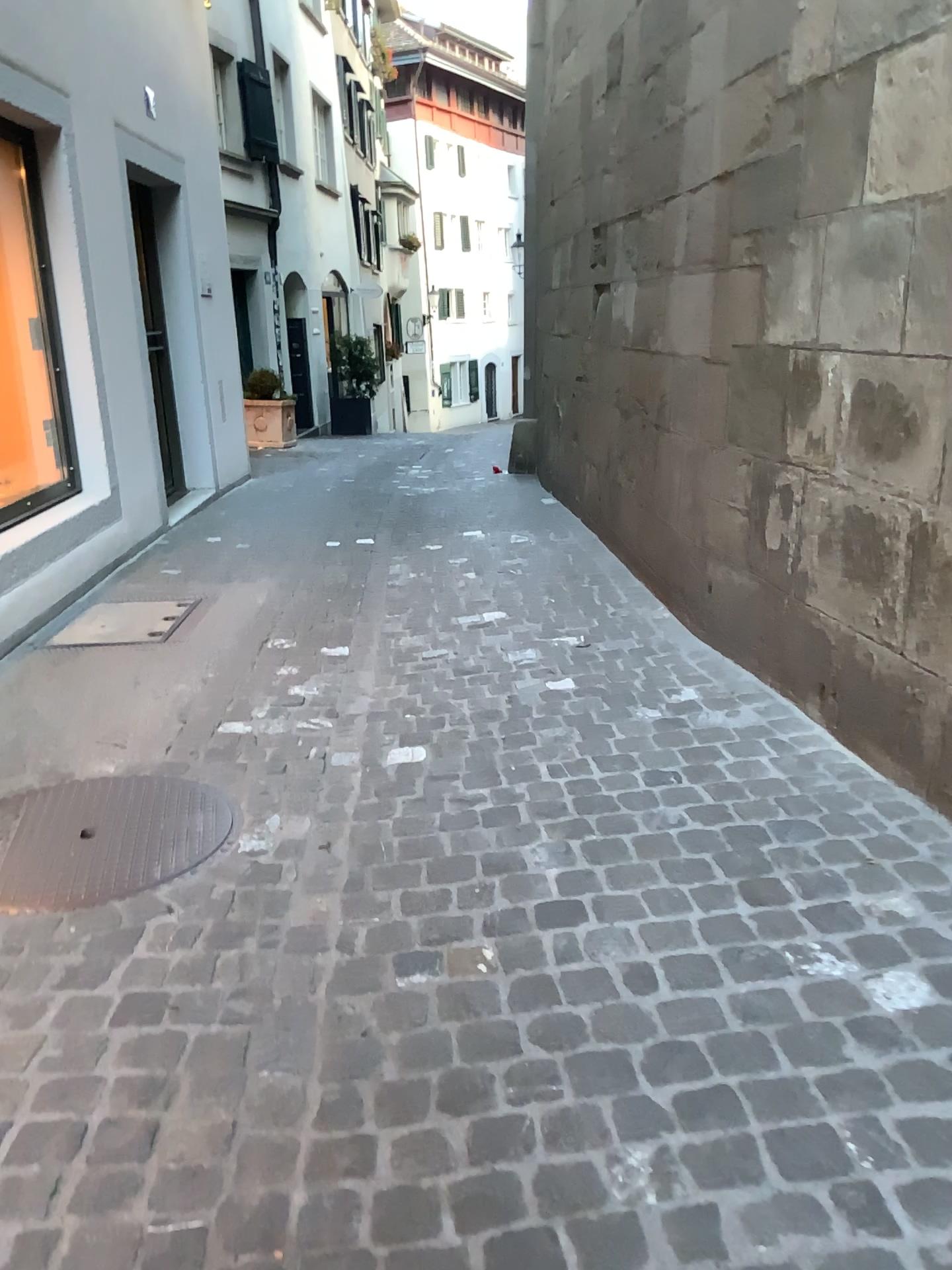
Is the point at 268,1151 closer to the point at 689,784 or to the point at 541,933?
the point at 541,933
